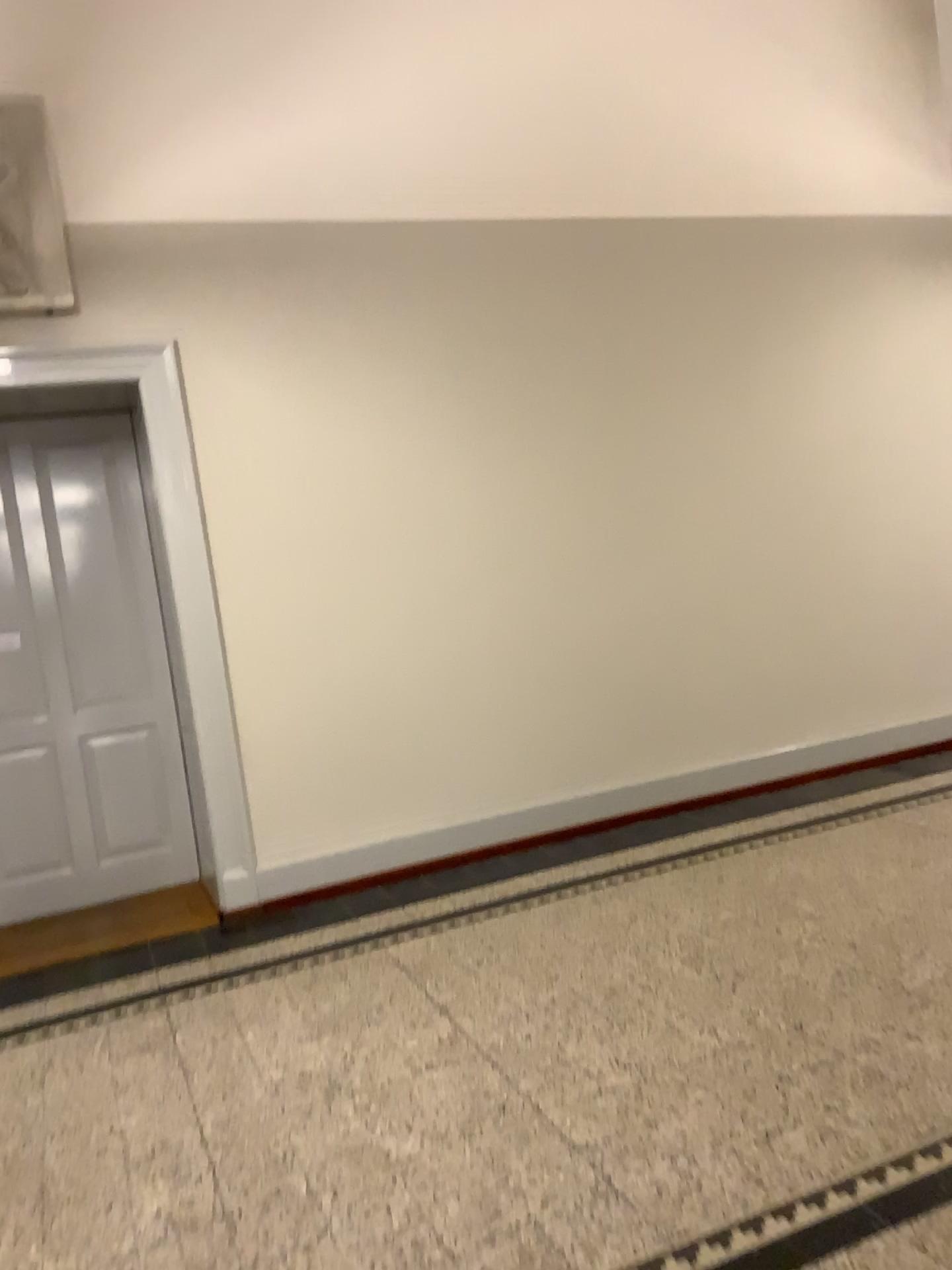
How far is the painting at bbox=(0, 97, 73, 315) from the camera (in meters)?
4.20

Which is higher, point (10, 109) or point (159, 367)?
point (10, 109)

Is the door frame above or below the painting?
below

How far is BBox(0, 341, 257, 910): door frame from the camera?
4.4m

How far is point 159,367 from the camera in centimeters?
445cm

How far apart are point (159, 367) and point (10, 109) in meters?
1.1 m

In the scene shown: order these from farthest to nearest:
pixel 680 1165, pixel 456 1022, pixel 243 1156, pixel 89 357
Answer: pixel 89 357, pixel 456 1022, pixel 243 1156, pixel 680 1165
